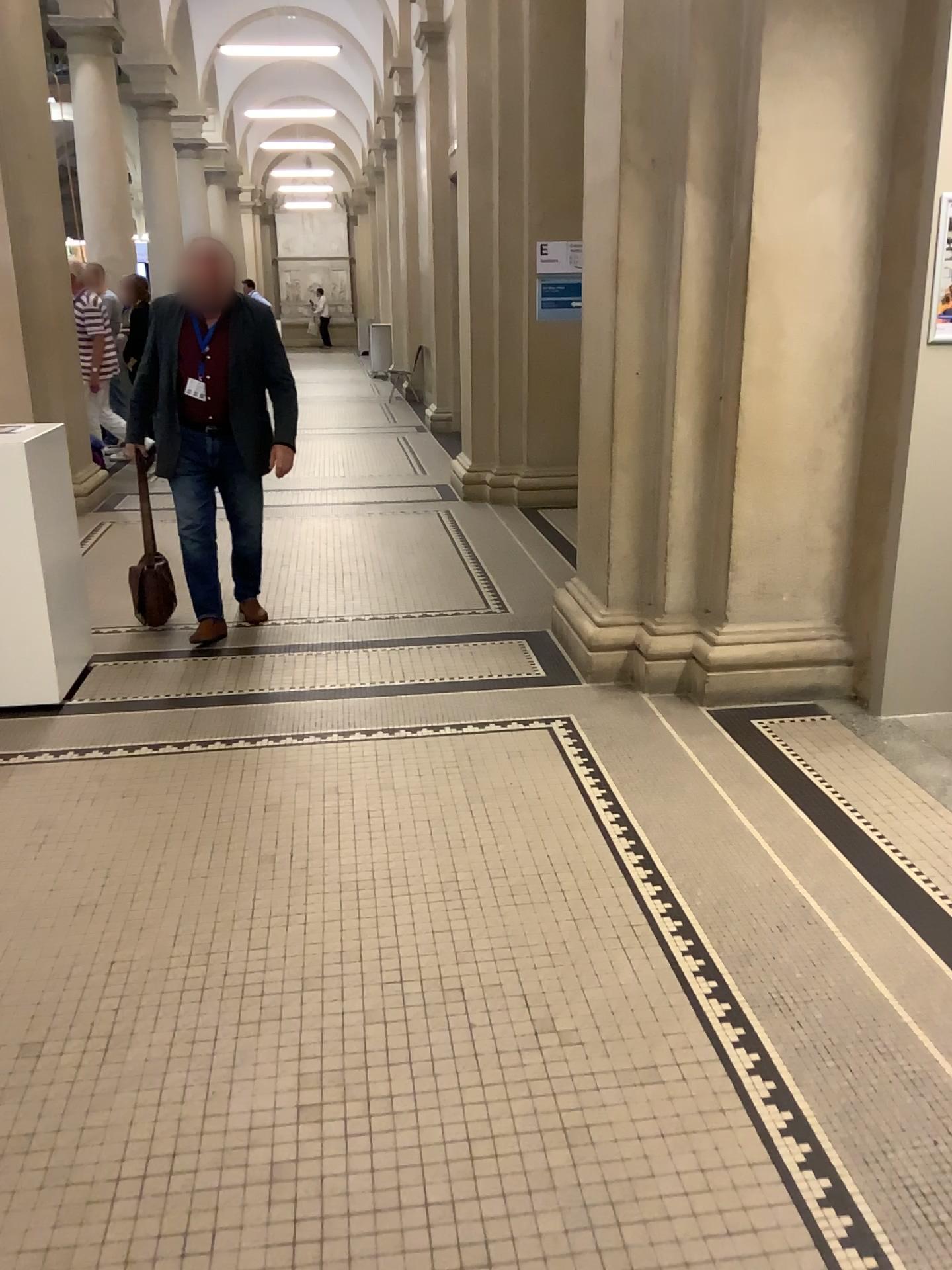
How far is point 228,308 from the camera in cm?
452

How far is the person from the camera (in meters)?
4.52

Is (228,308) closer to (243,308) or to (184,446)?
(243,308)

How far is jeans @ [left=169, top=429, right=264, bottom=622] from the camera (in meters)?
4.64

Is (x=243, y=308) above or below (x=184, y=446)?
above

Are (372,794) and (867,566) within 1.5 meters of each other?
no
